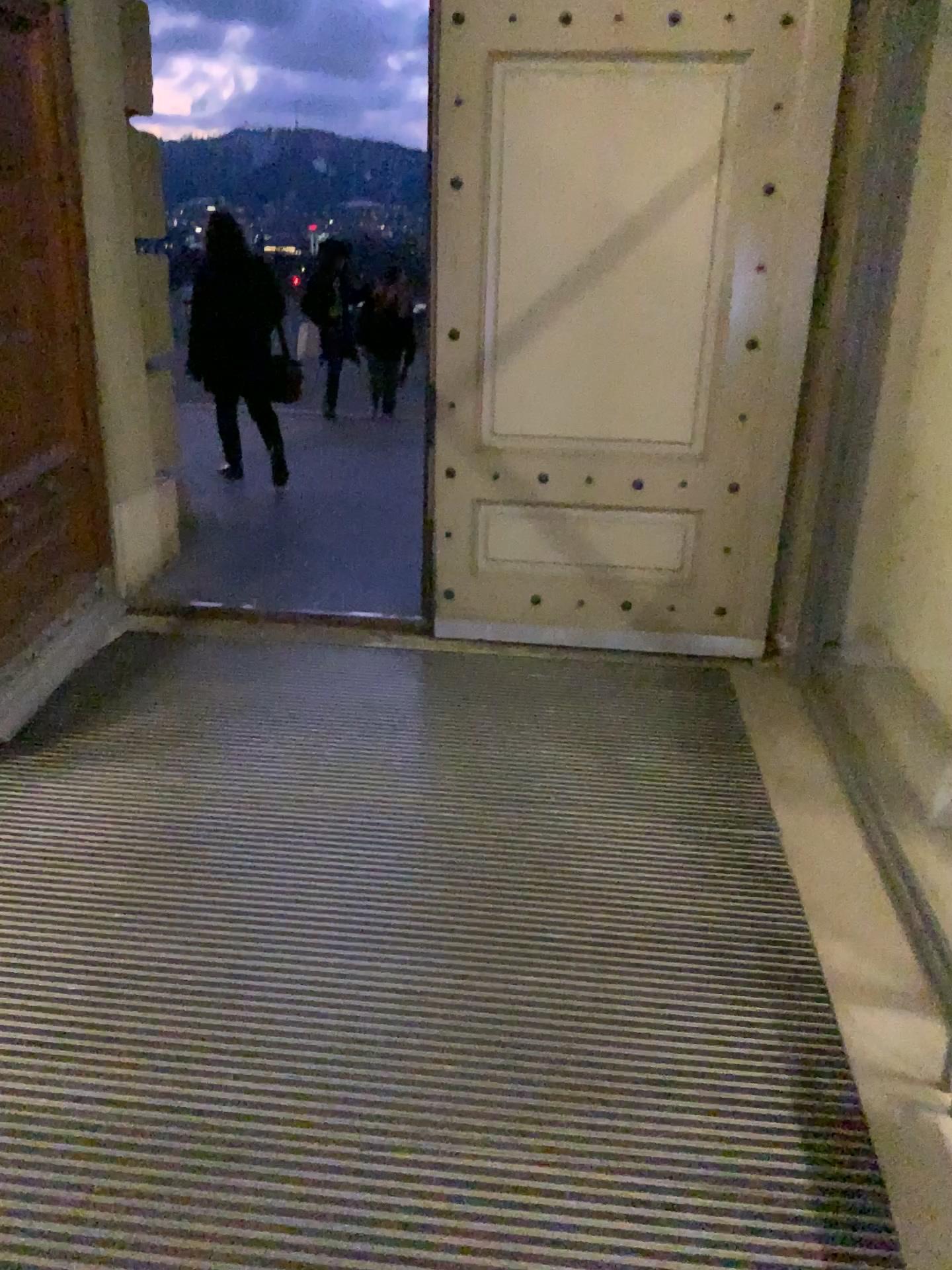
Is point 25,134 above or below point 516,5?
below

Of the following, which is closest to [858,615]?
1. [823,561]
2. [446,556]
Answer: [823,561]
